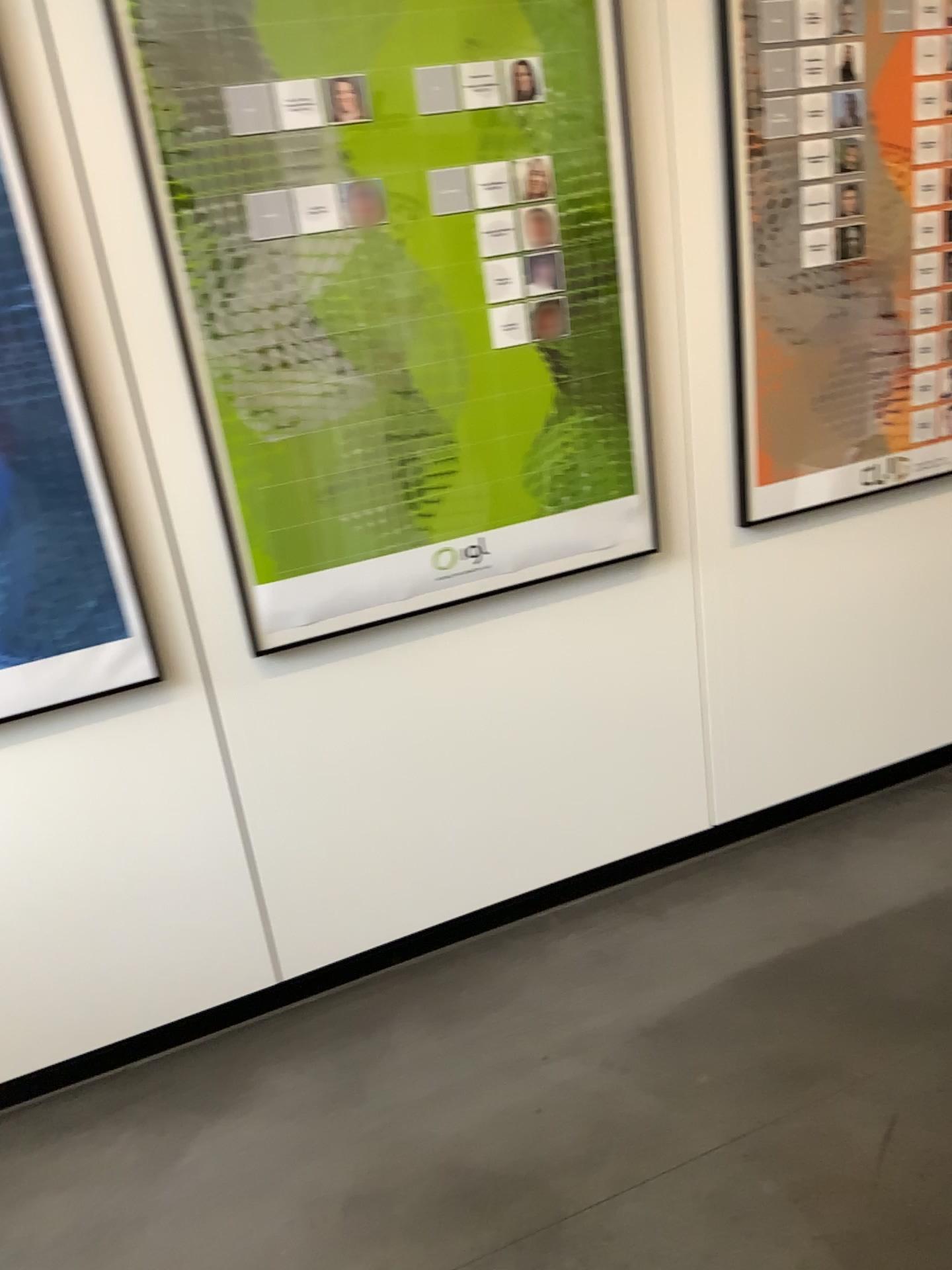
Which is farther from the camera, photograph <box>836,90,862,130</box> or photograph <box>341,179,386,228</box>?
photograph <box>836,90,862,130</box>

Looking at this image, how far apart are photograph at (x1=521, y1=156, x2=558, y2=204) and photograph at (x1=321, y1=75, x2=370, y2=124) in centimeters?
33cm

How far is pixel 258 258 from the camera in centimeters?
187cm

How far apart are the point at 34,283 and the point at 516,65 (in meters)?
0.94

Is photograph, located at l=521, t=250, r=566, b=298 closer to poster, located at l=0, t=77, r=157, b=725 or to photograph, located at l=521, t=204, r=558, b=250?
photograph, located at l=521, t=204, r=558, b=250

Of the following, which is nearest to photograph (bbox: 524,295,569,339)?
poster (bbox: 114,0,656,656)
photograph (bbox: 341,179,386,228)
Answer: poster (bbox: 114,0,656,656)

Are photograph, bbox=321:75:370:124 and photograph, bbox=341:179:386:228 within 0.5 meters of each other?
yes

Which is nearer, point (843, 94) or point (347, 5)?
point (347, 5)

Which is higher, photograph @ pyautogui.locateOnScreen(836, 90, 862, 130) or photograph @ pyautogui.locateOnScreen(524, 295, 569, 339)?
photograph @ pyautogui.locateOnScreen(836, 90, 862, 130)

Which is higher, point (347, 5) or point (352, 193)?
point (347, 5)
